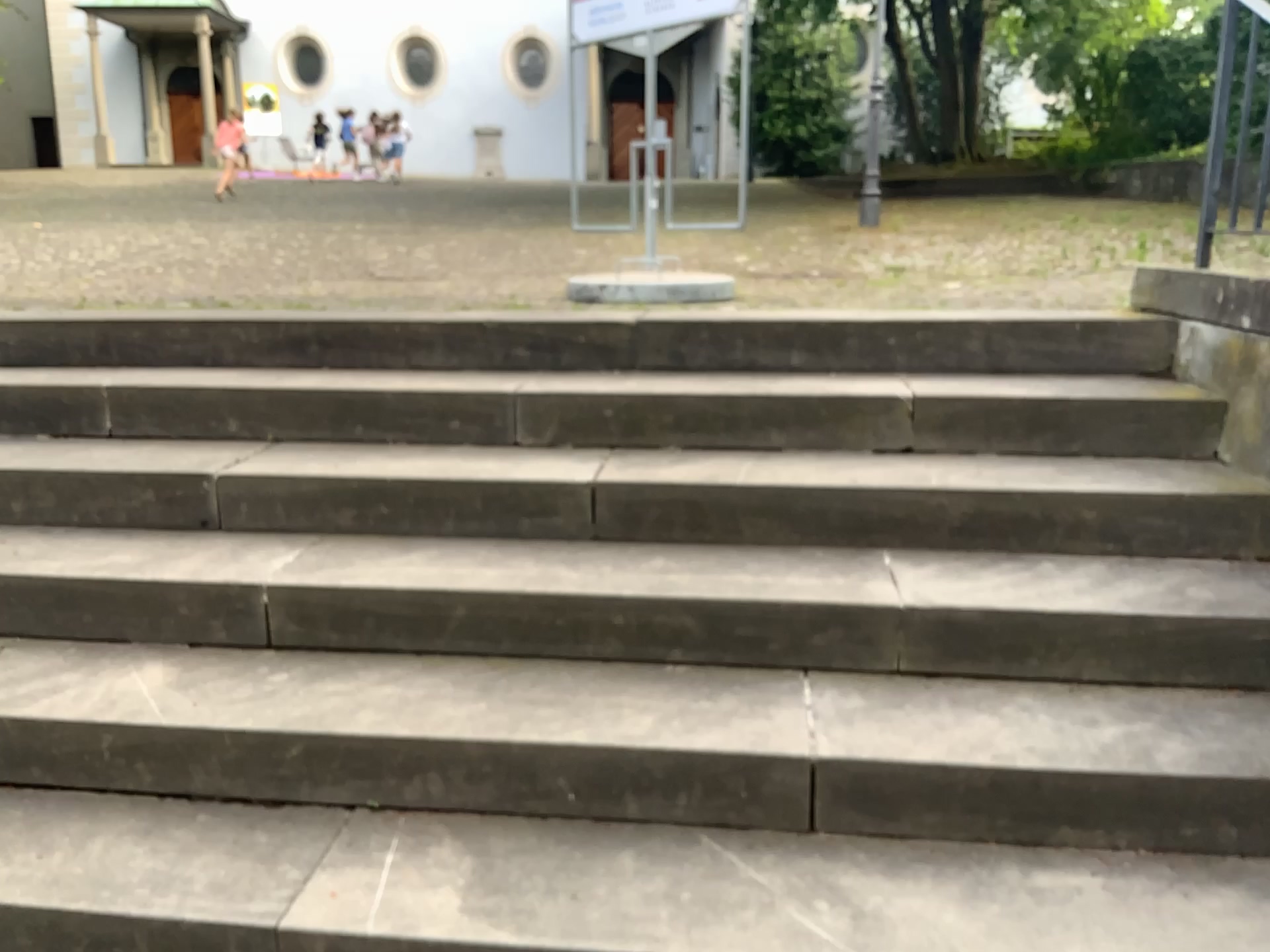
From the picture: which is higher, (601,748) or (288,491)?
(288,491)
